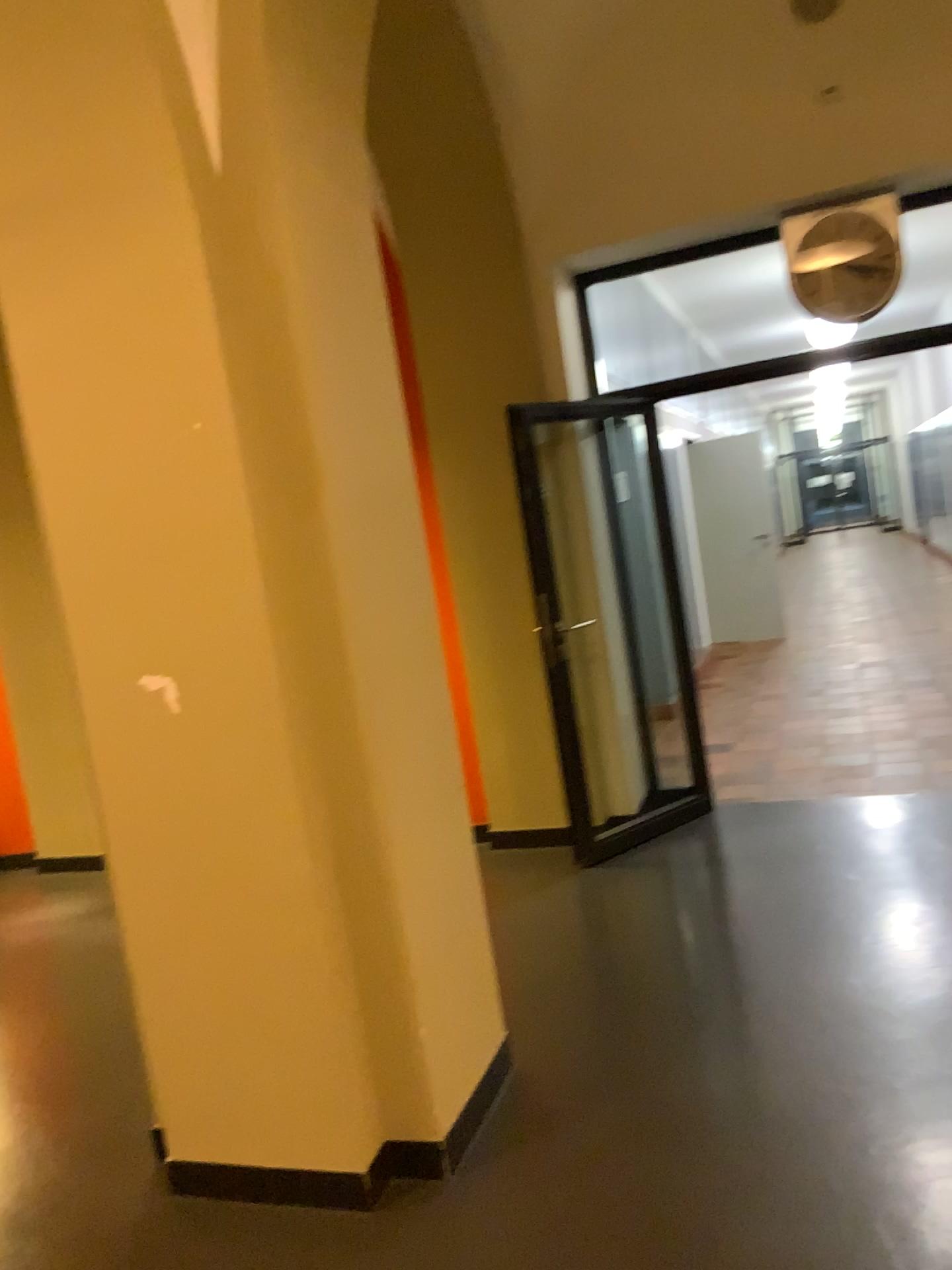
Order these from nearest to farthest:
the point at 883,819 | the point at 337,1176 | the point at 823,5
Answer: the point at 337,1176 < the point at 823,5 < the point at 883,819

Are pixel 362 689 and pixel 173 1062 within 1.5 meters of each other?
yes

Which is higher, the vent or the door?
the vent

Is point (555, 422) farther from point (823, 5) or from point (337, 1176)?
point (337, 1176)

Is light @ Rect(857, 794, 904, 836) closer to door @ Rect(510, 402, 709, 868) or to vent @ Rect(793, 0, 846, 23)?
door @ Rect(510, 402, 709, 868)

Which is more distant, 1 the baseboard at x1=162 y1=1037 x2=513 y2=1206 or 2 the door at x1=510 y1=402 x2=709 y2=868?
2 the door at x1=510 y1=402 x2=709 y2=868

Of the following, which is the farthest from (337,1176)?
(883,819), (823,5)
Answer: (823,5)

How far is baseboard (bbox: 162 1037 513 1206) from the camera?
2.47m

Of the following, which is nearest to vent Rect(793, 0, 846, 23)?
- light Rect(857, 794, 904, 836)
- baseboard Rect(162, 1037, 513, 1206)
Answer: light Rect(857, 794, 904, 836)

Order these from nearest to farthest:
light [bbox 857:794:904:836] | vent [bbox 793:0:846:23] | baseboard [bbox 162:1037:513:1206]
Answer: baseboard [bbox 162:1037:513:1206] < vent [bbox 793:0:846:23] < light [bbox 857:794:904:836]
